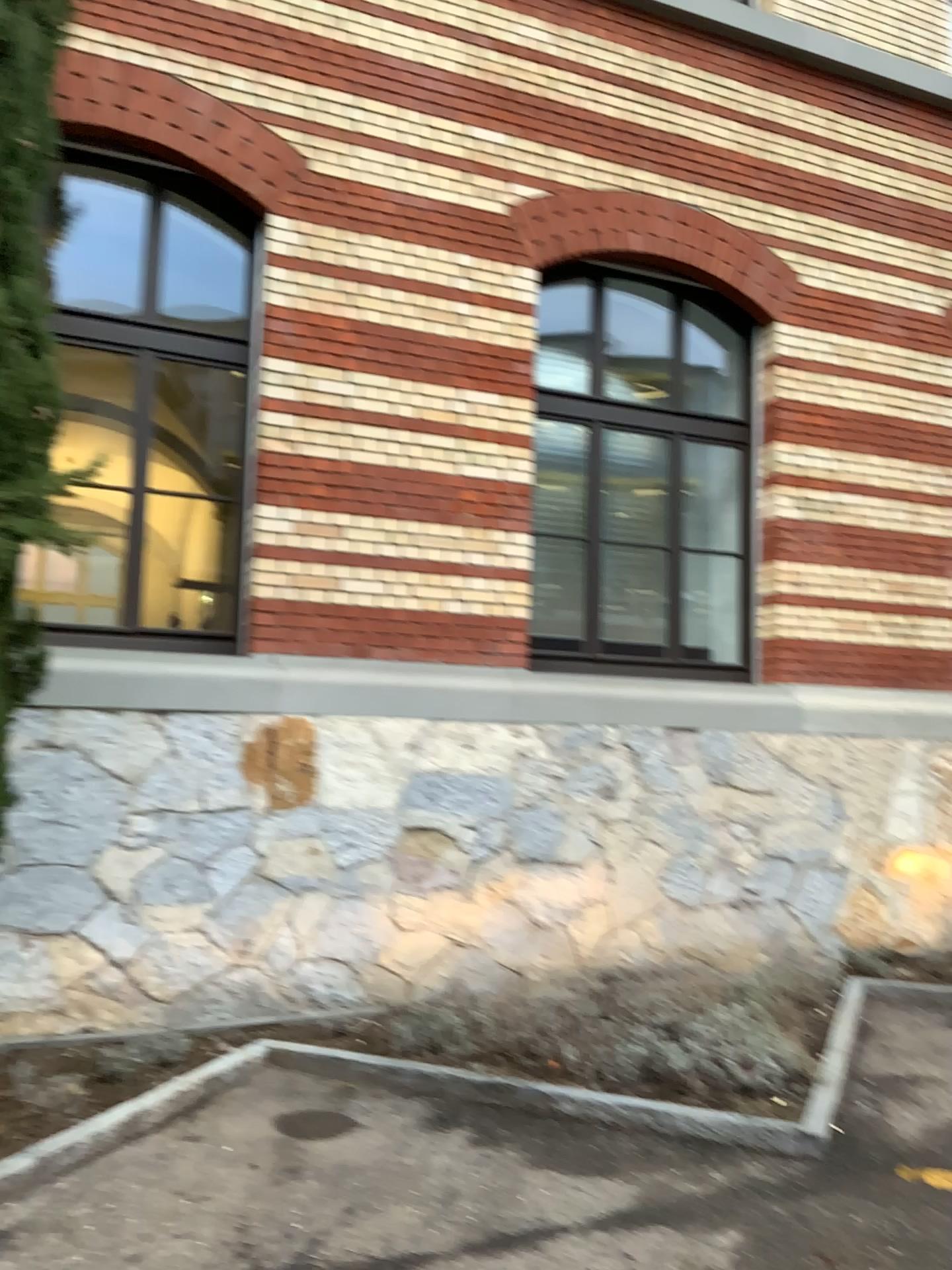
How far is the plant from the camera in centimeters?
429cm

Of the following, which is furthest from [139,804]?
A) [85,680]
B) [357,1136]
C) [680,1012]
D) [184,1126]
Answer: [680,1012]

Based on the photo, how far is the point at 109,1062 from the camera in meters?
4.3 m
